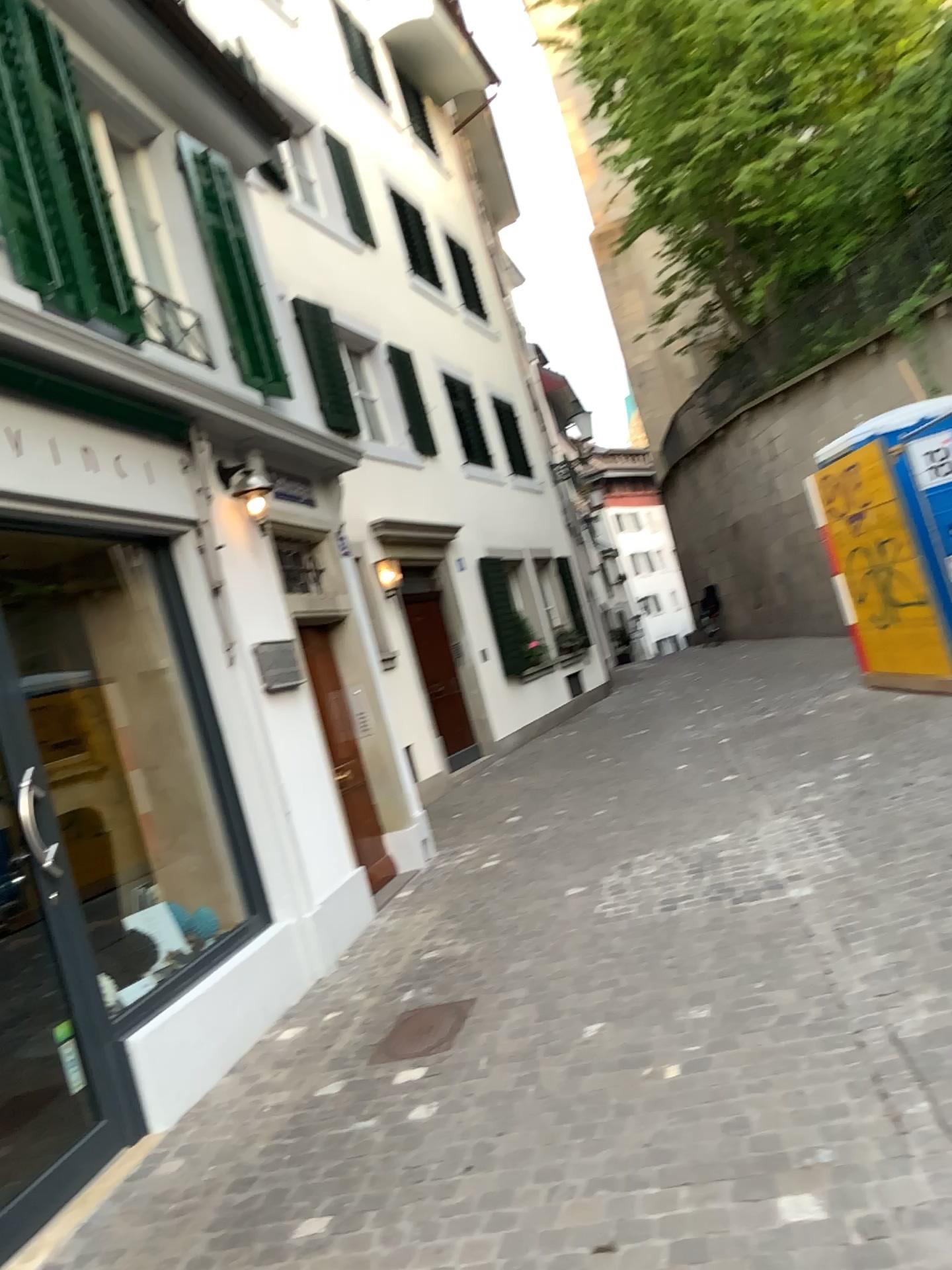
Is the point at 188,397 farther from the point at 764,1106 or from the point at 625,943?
the point at 764,1106

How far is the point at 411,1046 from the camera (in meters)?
4.06

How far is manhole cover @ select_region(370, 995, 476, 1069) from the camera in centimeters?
406cm
